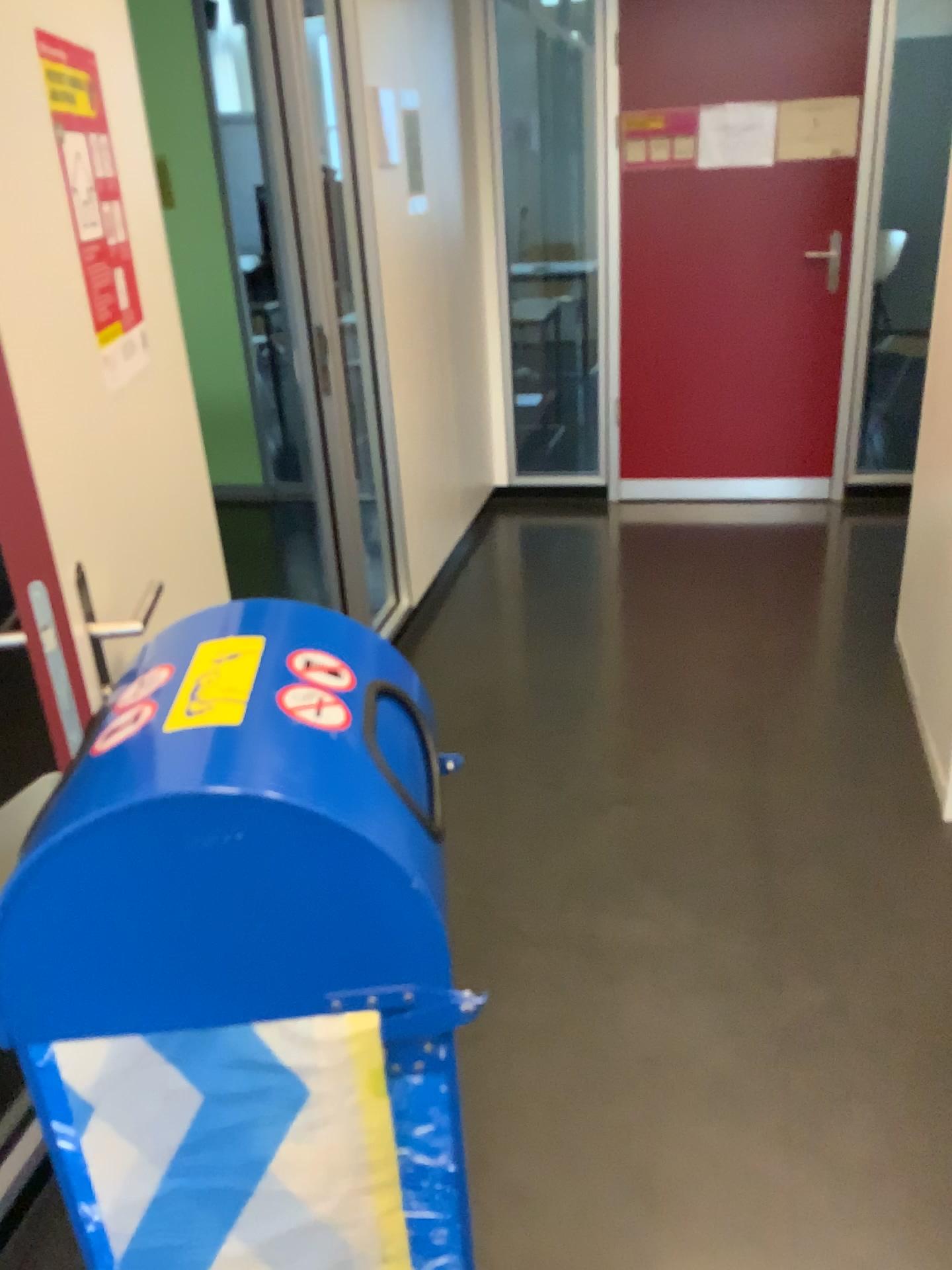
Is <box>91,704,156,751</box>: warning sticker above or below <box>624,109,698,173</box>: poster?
below

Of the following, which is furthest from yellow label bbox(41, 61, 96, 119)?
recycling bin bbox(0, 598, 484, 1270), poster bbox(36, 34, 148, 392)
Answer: recycling bin bbox(0, 598, 484, 1270)

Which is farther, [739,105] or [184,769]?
[739,105]

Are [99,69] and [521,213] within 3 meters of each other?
no

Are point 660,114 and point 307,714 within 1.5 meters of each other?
no

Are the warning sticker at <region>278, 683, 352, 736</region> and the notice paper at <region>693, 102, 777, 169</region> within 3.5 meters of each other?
no

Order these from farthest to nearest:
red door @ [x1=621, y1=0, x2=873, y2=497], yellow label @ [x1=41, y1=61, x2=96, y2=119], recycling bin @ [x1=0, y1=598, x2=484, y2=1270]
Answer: red door @ [x1=621, y1=0, x2=873, y2=497]
yellow label @ [x1=41, y1=61, x2=96, y2=119]
recycling bin @ [x1=0, y1=598, x2=484, y2=1270]

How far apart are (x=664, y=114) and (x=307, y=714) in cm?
403

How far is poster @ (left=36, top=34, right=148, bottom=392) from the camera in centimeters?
125cm

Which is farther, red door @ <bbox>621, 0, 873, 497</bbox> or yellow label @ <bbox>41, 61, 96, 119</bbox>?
red door @ <bbox>621, 0, 873, 497</bbox>
